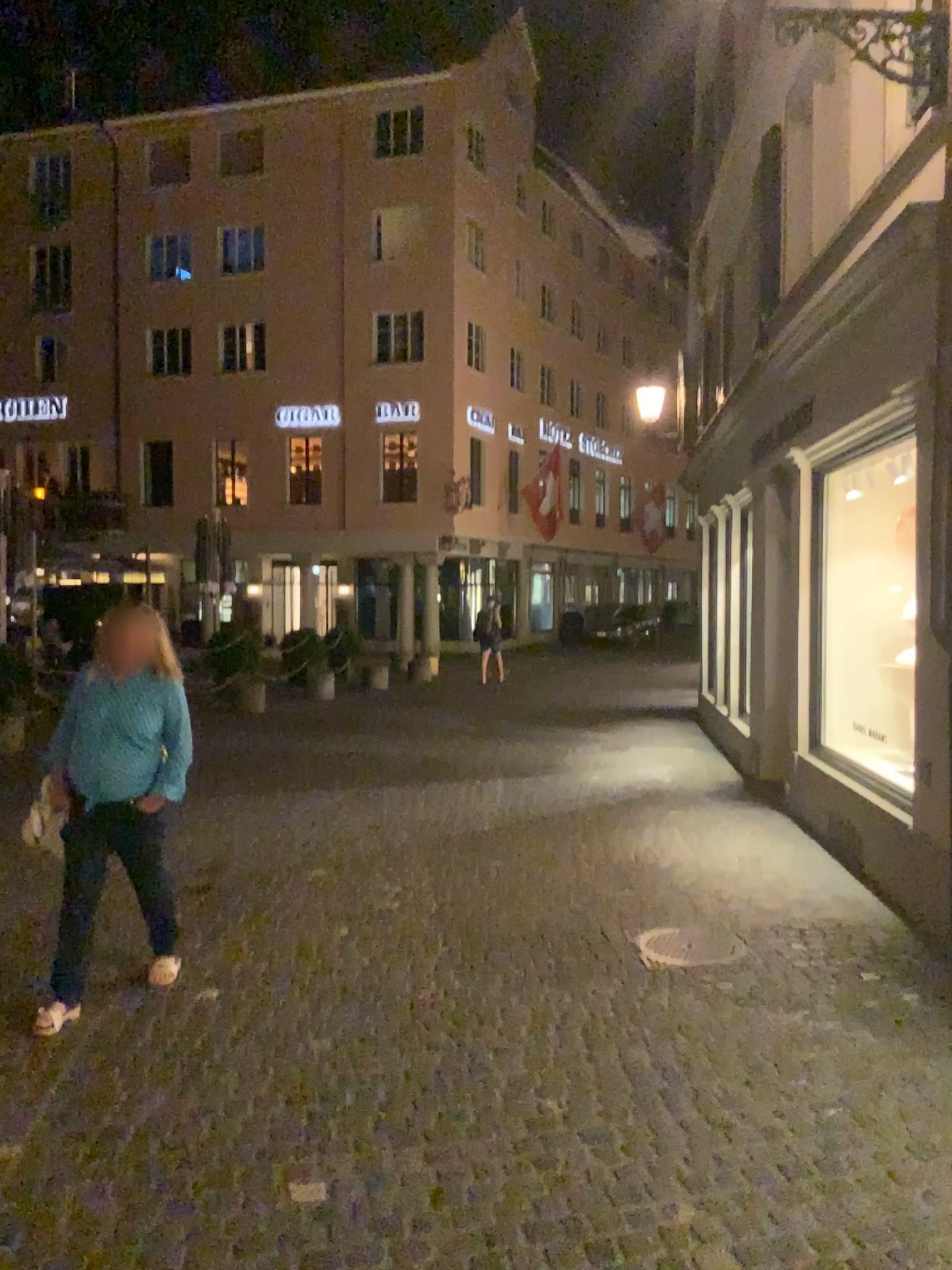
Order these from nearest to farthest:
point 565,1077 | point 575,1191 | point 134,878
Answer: point 575,1191
point 565,1077
point 134,878
